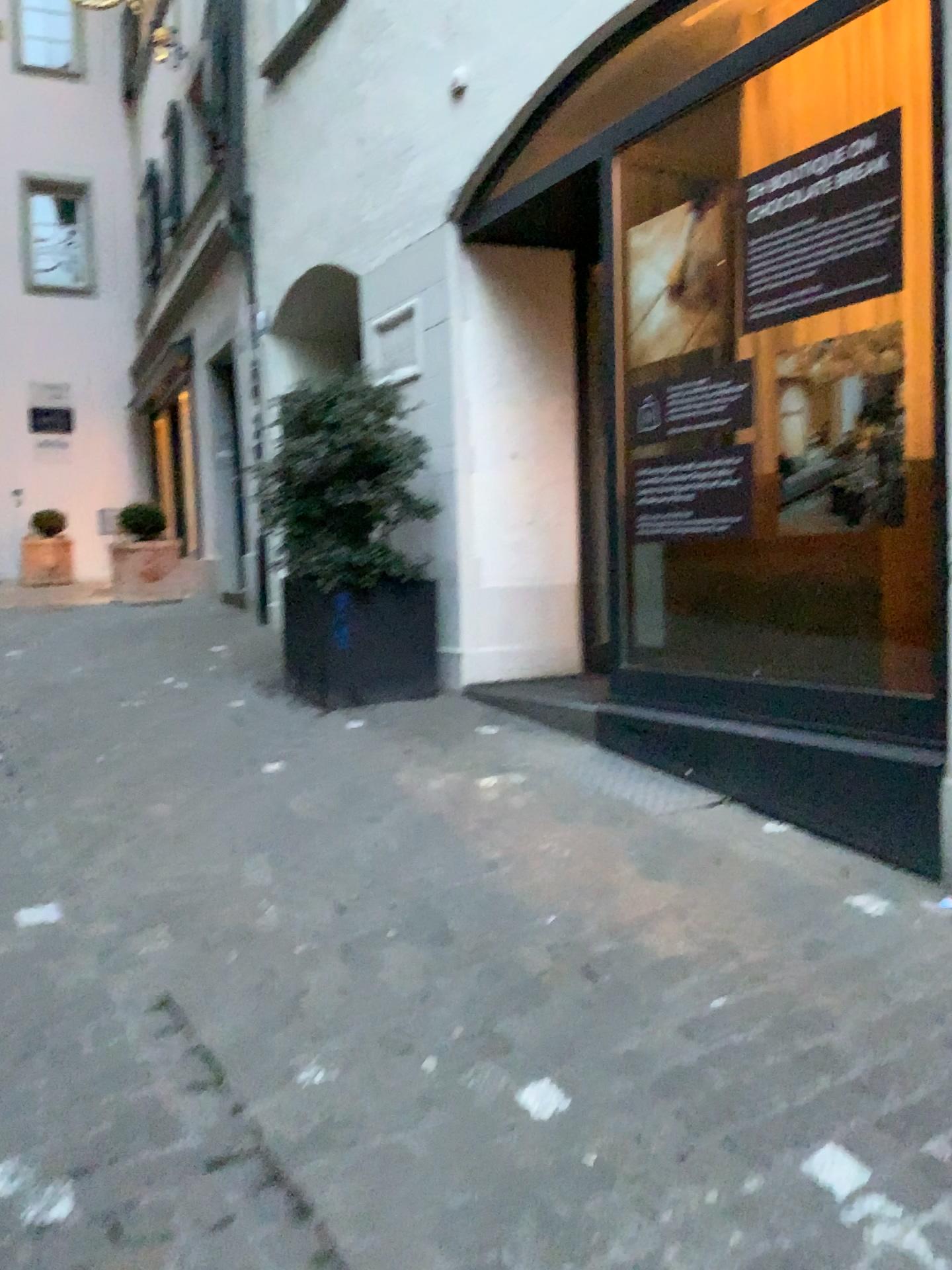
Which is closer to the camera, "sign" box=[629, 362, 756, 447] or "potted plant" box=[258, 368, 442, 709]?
"sign" box=[629, 362, 756, 447]

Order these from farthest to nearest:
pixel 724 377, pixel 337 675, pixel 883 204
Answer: pixel 337 675 < pixel 724 377 < pixel 883 204

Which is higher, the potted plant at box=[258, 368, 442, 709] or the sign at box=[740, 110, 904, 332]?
the sign at box=[740, 110, 904, 332]

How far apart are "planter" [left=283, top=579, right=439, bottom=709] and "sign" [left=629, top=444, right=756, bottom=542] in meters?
1.4 m

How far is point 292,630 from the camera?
5.0 meters

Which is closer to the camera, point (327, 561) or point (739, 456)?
point (739, 456)

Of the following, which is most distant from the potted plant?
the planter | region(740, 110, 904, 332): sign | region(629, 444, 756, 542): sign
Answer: region(740, 110, 904, 332): sign

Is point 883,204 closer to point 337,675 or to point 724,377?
point 724,377

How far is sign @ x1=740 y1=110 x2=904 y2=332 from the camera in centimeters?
323cm

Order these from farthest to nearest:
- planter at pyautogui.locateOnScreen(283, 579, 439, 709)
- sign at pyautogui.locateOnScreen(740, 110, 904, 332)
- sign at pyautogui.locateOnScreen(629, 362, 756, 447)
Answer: planter at pyautogui.locateOnScreen(283, 579, 439, 709) → sign at pyautogui.locateOnScreen(629, 362, 756, 447) → sign at pyautogui.locateOnScreen(740, 110, 904, 332)
